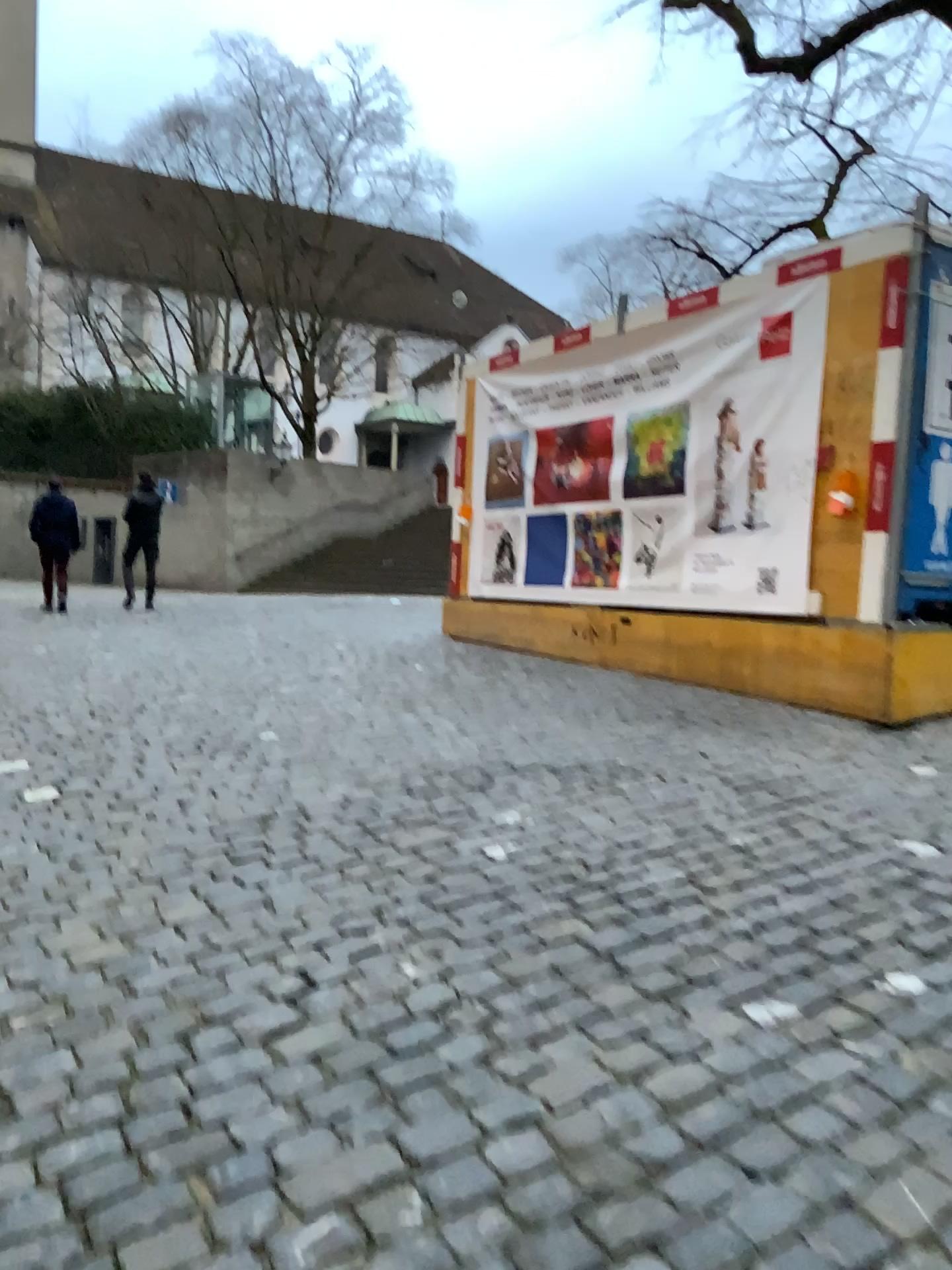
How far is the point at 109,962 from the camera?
2.81m
